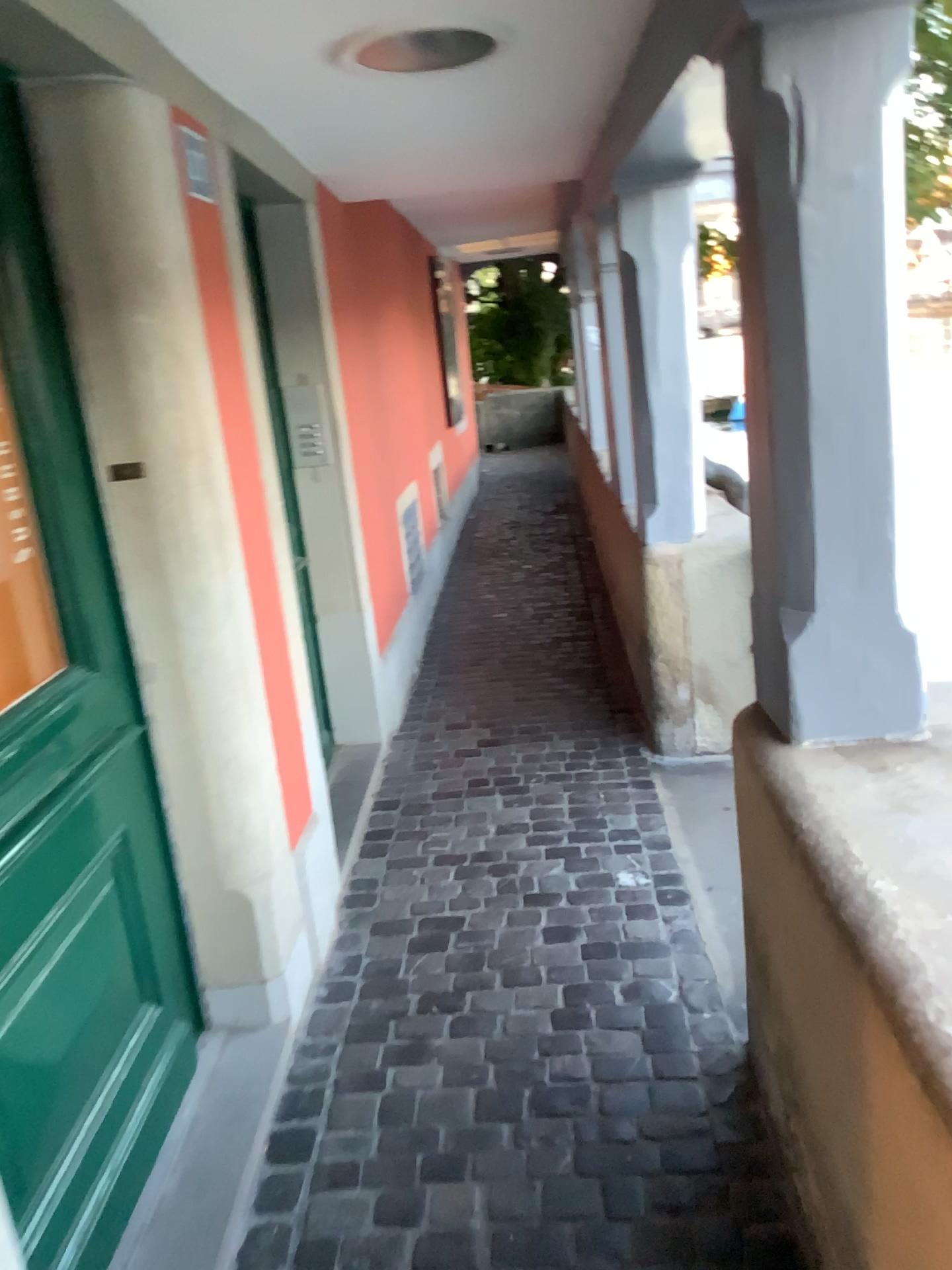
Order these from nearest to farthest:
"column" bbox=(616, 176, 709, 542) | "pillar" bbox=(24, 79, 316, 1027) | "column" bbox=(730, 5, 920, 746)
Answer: "column" bbox=(730, 5, 920, 746), "pillar" bbox=(24, 79, 316, 1027), "column" bbox=(616, 176, 709, 542)

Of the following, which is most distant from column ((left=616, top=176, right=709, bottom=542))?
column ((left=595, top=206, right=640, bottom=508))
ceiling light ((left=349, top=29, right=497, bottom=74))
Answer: ceiling light ((left=349, top=29, right=497, bottom=74))

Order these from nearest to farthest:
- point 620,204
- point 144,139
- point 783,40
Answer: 1. point 783,40
2. point 144,139
3. point 620,204

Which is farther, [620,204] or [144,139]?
[620,204]

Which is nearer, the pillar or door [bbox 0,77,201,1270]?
door [bbox 0,77,201,1270]

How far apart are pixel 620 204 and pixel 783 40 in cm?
179

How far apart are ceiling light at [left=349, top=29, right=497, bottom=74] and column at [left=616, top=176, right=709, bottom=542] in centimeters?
102cm

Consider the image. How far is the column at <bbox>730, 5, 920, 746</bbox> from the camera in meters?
1.5 m

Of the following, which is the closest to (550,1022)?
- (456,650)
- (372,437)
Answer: (372,437)

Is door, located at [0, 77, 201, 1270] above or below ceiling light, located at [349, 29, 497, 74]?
below
